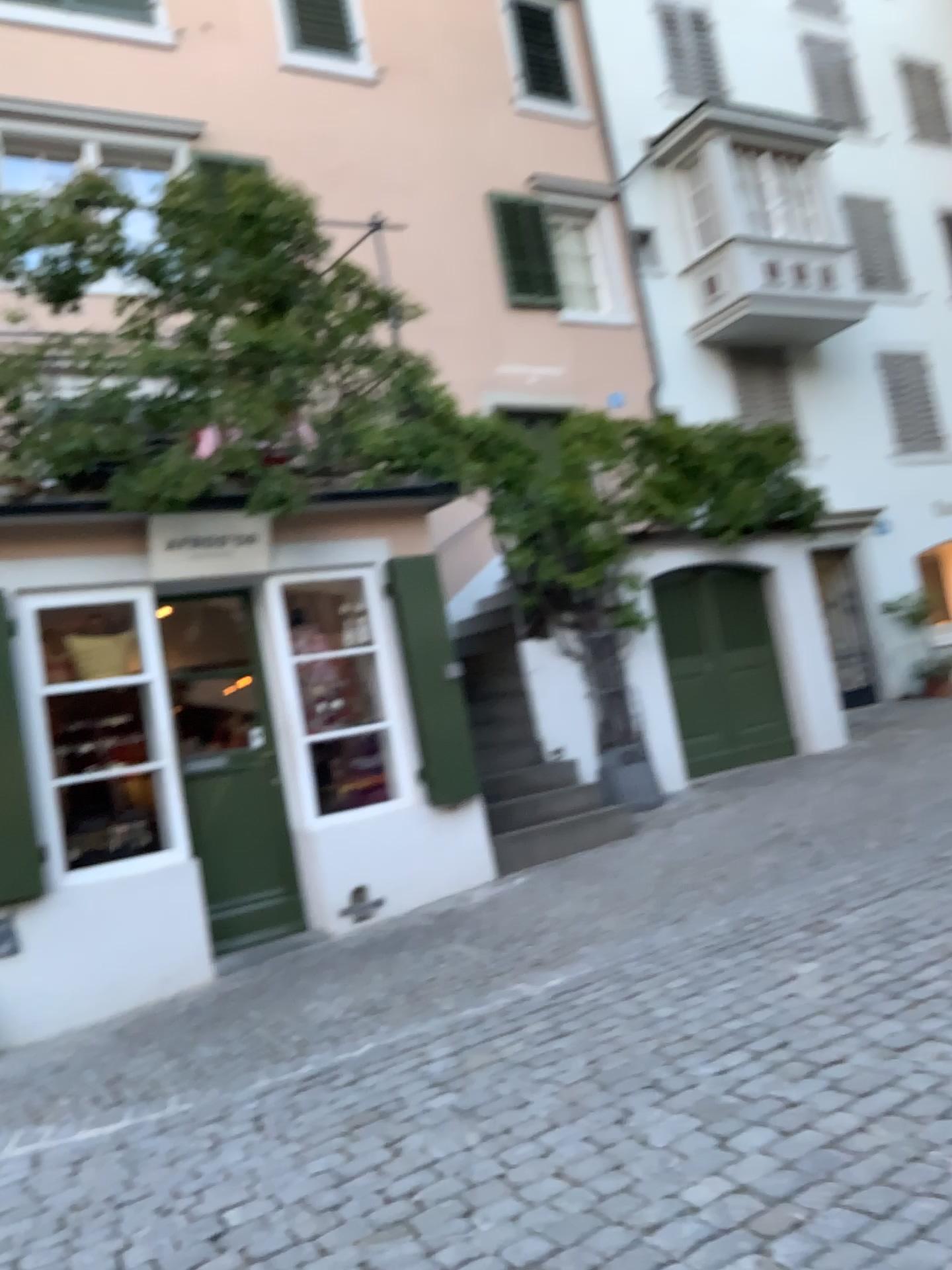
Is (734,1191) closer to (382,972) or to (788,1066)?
(788,1066)
